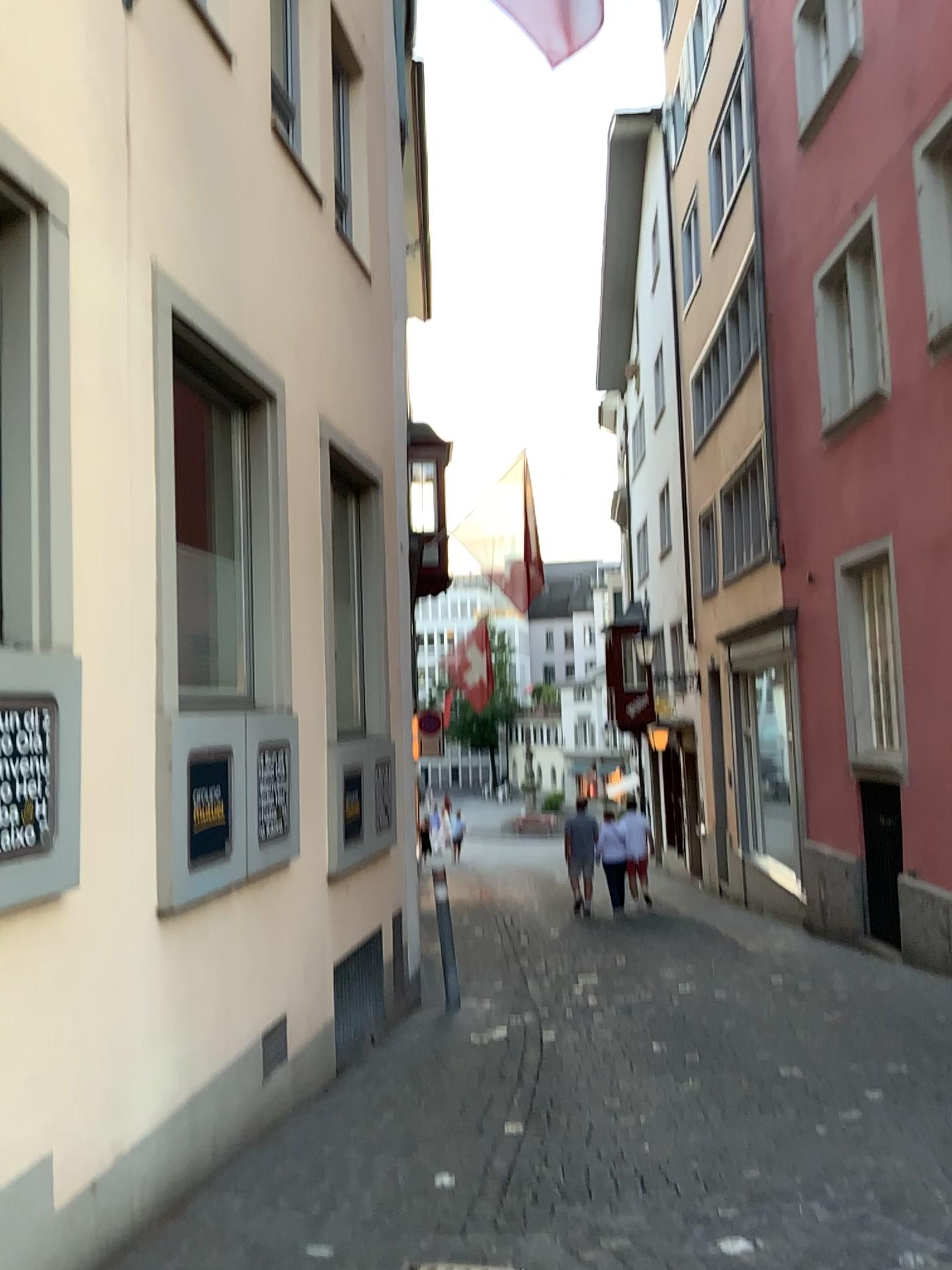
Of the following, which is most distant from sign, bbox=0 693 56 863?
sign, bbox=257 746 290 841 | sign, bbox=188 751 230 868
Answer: sign, bbox=257 746 290 841

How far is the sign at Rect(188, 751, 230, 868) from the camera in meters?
4.2

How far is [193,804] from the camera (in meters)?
4.16

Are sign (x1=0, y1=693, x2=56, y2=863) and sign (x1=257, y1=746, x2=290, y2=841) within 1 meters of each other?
no

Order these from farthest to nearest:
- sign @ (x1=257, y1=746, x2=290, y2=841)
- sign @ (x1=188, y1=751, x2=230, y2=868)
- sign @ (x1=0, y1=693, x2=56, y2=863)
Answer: sign @ (x1=257, y1=746, x2=290, y2=841), sign @ (x1=188, y1=751, x2=230, y2=868), sign @ (x1=0, y1=693, x2=56, y2=863)

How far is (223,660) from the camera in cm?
476

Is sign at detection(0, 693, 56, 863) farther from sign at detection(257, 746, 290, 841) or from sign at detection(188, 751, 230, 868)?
sign at detection(257, 746, 290, 841)

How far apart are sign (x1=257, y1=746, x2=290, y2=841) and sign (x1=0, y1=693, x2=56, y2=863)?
1.9 meters

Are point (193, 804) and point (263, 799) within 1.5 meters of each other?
yes

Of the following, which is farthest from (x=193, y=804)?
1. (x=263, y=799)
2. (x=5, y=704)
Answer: (x=5, y=704)
